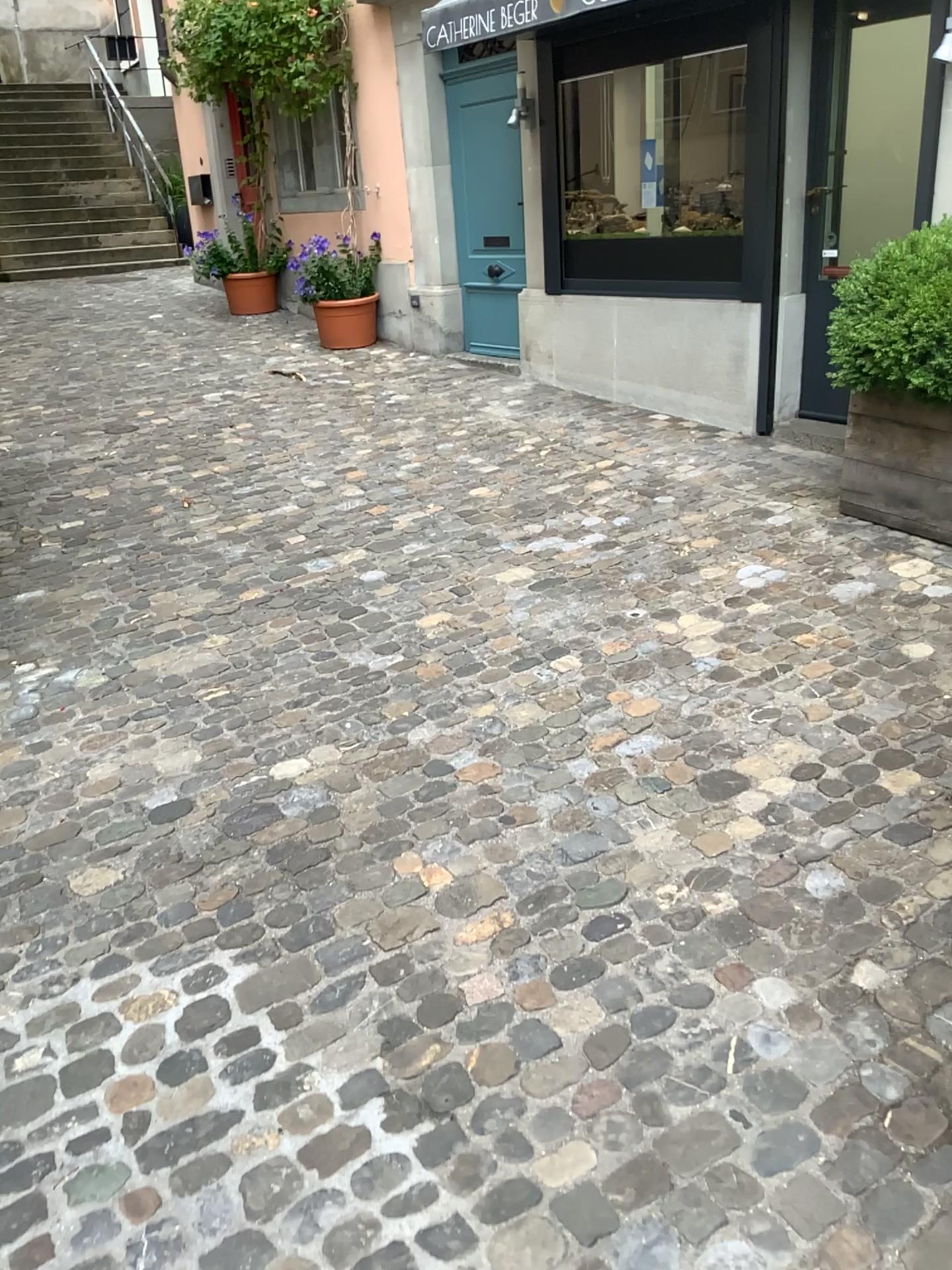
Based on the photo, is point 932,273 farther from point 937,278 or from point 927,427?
point 927,427

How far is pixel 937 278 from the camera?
3.72m

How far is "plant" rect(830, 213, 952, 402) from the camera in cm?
372

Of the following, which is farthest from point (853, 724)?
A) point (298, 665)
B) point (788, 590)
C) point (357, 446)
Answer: point (357, 446)

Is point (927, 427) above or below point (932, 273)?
below
